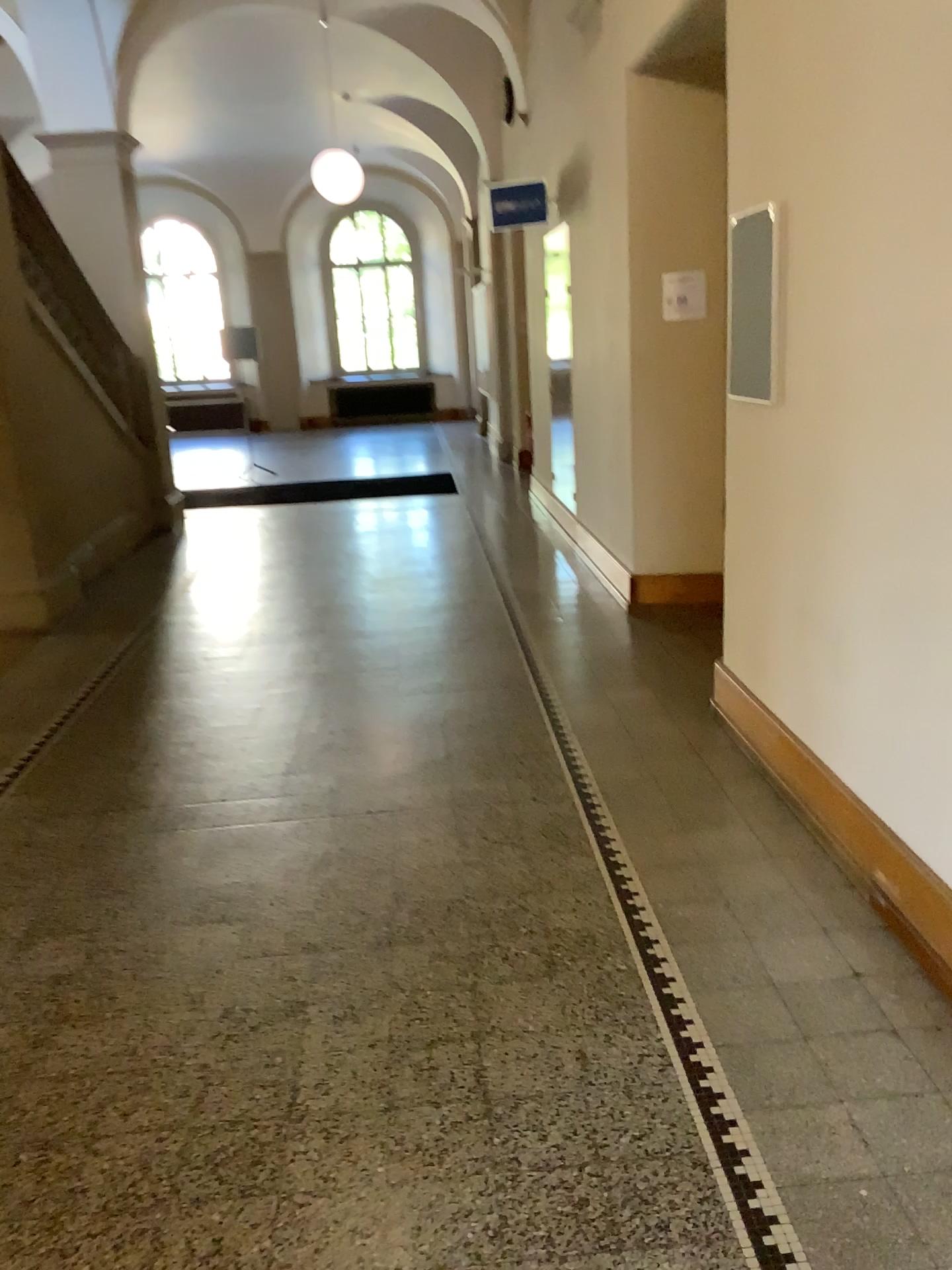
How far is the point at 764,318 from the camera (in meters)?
3.34

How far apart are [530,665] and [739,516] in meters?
1.5

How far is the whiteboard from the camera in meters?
3.3
